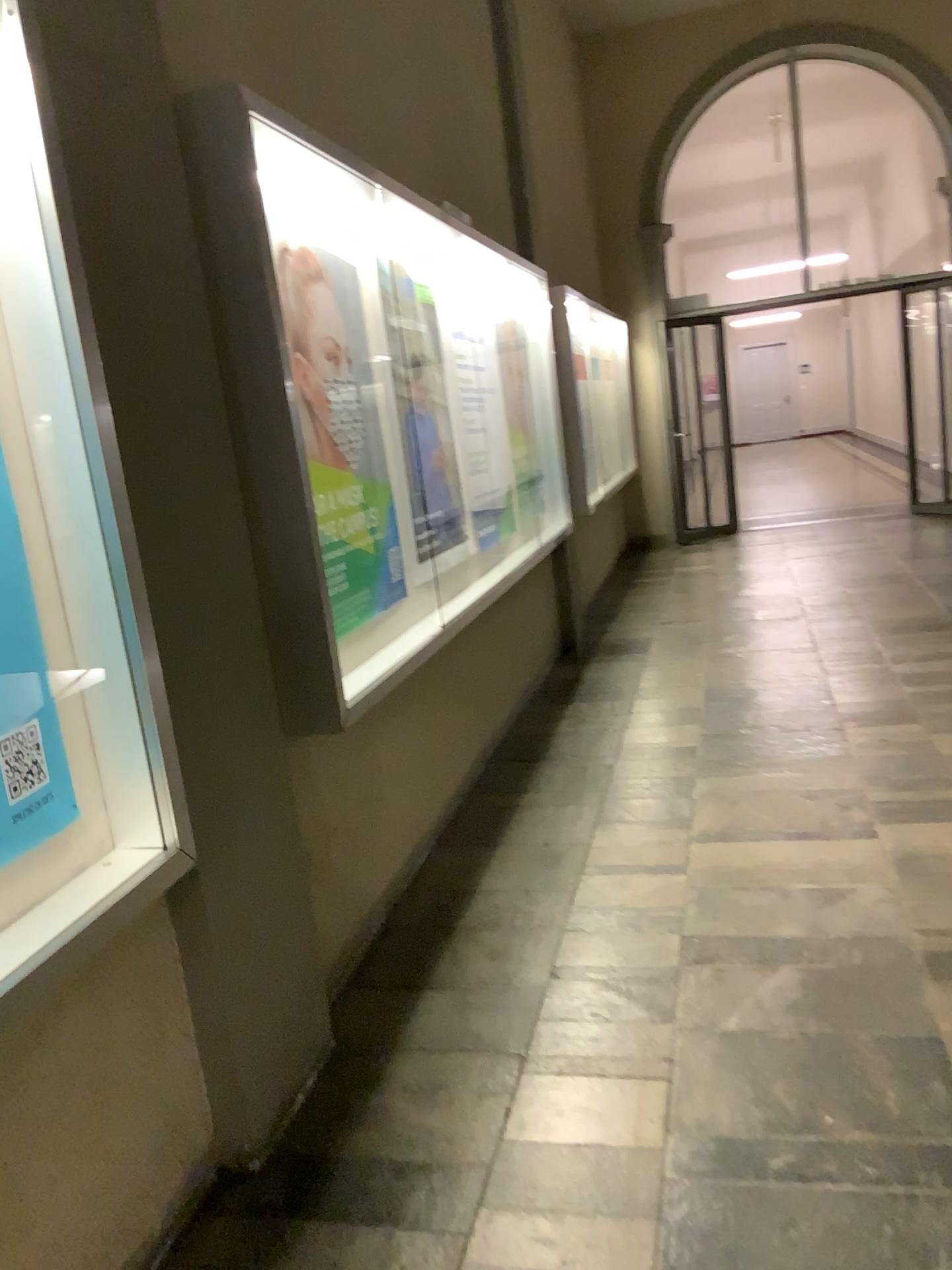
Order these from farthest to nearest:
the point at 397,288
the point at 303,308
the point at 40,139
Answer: the point at 397,288 < the point at 303,308 < the point at 40,139

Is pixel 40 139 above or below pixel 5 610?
above

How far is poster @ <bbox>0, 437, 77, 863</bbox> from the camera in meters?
1.7 m

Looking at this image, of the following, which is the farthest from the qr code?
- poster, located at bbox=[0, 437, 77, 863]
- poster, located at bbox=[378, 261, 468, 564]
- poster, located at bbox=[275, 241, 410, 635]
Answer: poster, located at bbox=[378, 261, 468, 564]

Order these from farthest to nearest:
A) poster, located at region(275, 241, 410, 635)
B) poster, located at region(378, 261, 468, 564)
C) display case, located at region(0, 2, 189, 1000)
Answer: poster, located at region(378, 261, 468, 564) → poster, located at region(275, 241, 410, 635) → display case, located at region(0, 2, 189, 1000)

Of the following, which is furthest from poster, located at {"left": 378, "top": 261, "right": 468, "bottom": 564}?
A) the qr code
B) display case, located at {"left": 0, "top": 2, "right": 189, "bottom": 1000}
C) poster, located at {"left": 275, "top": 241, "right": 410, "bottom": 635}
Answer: the qr code

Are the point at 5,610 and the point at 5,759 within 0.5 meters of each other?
yes

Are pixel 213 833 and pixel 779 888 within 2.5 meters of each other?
yes

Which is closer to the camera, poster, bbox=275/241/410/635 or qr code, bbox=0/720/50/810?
qr code, bbox=0/720/50/810

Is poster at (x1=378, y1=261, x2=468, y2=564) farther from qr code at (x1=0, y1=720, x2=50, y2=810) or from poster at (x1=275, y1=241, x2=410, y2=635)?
qr code at (x1=0, y1=720, x2=50, y2=810)
